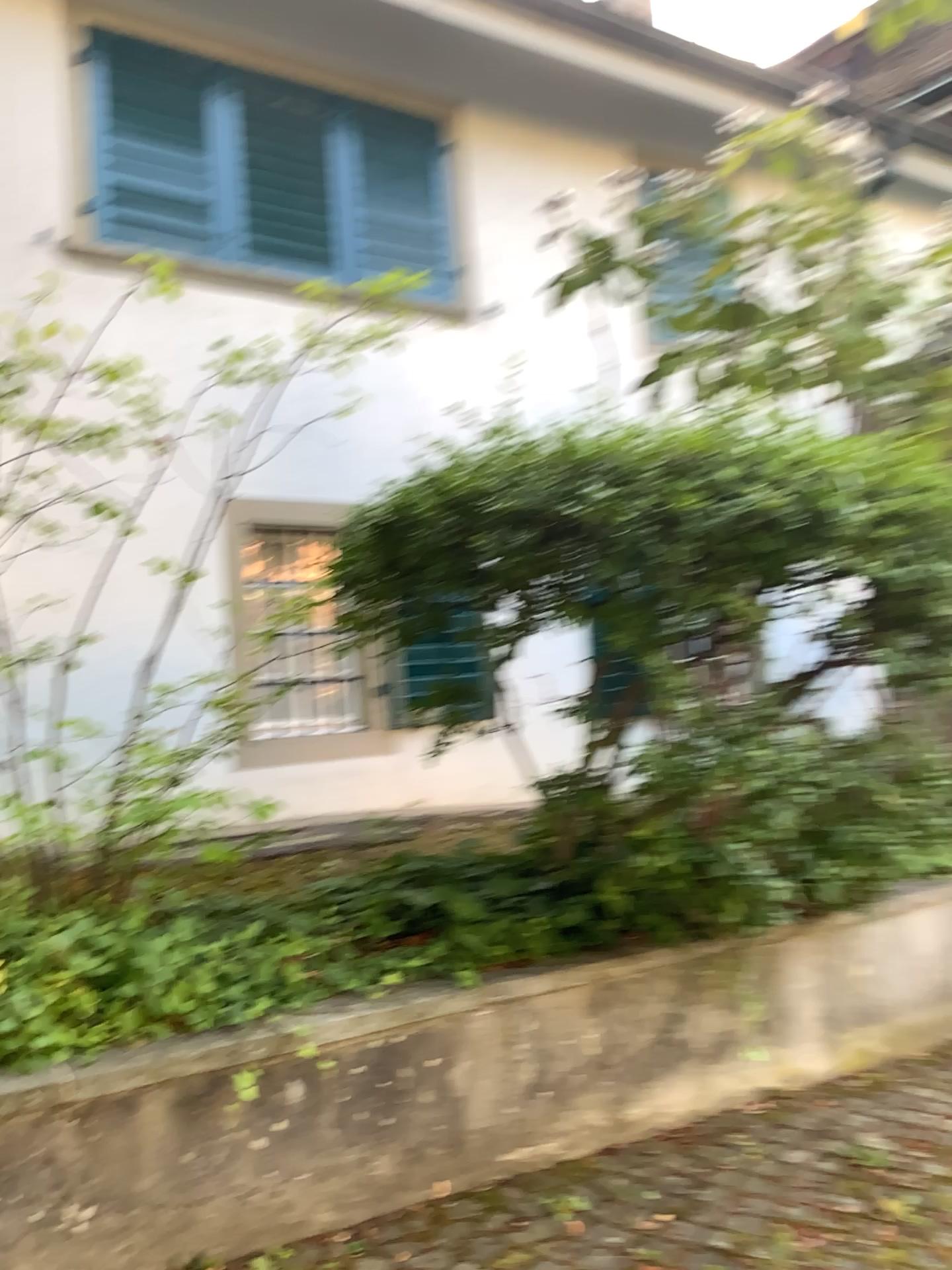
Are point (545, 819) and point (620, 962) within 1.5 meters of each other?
yes
